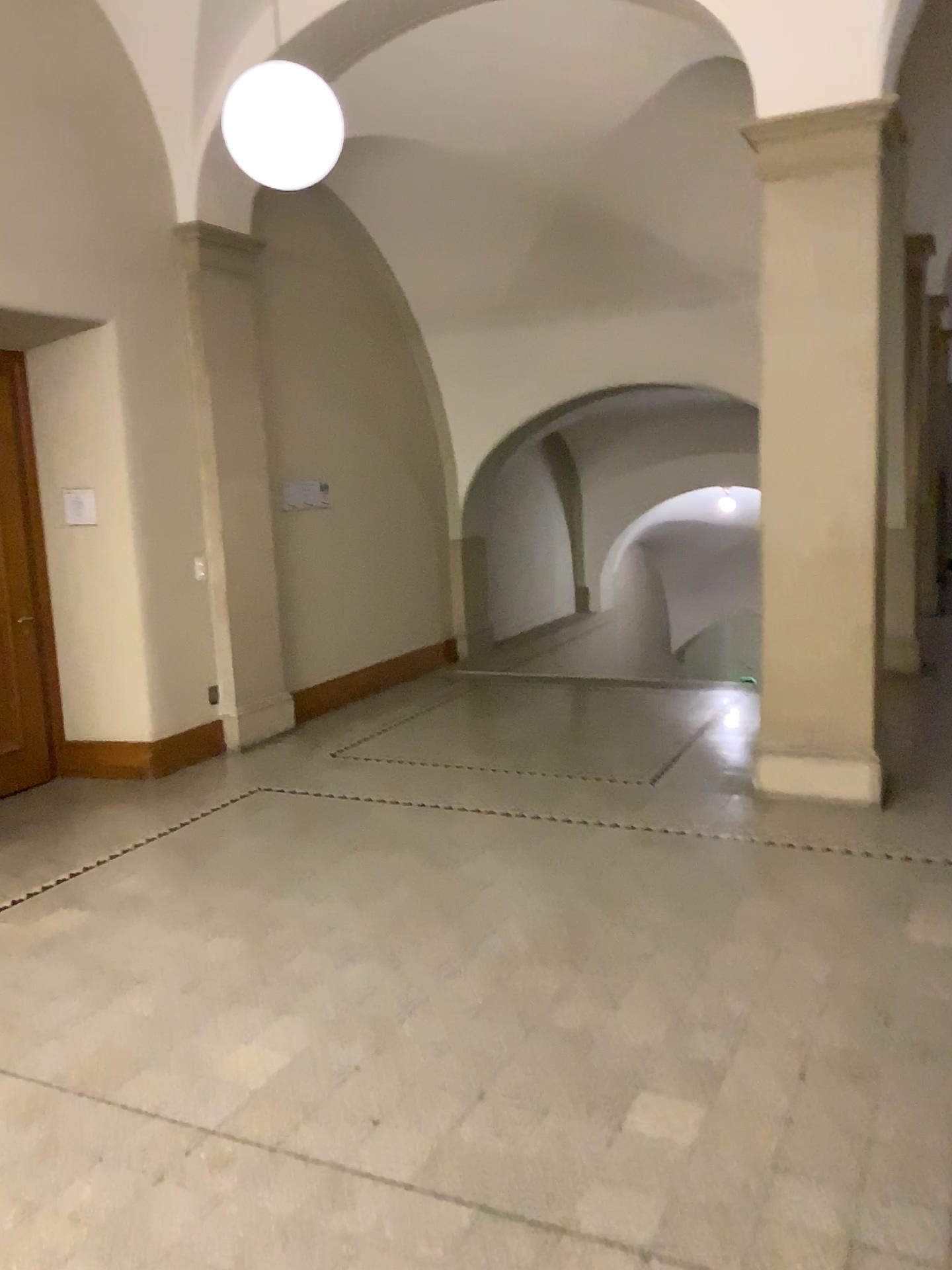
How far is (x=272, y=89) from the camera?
4.2m

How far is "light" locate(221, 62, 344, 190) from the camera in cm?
419

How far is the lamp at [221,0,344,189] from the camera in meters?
4.2

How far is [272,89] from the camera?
4.2m

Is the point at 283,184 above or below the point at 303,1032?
above
